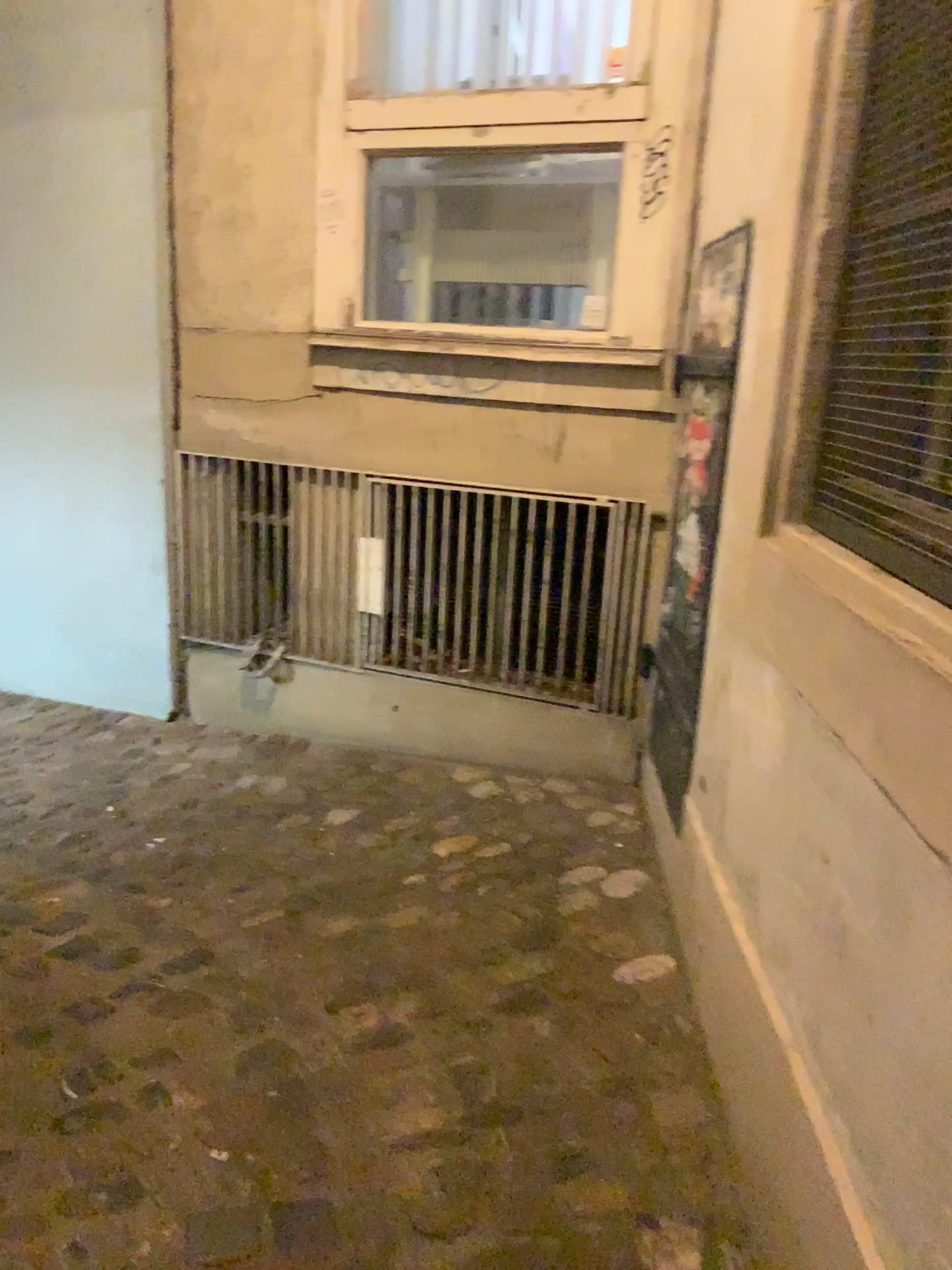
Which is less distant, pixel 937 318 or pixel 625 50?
pixel 937 318

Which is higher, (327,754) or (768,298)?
(768,298)

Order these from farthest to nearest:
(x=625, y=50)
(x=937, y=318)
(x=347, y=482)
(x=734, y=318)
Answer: (x=347, y=482) → (x=625, y=50) → (x=734, y=318) → (x=937, y=318)

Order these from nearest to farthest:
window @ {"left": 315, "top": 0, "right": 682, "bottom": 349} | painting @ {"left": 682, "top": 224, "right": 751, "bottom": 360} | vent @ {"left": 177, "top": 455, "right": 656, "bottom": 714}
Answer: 1. painting @ {"left": 682, "top": 224, "right": 751, "bottom": 360}
2. window @ {"left": 315, "top": 0, "right": 682, "bottom": 349}
3. vent @ {"left": 177, "top": 455, "right": 656, "bottom": 714}

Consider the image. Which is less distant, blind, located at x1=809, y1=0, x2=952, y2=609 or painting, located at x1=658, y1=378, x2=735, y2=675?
blind, located at x1=809, y1=0, x2=952, y2=609

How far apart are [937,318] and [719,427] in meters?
1.0

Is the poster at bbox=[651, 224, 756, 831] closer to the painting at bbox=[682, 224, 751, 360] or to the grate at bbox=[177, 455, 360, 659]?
the painting at bbox=[682, 224, 751, 360]

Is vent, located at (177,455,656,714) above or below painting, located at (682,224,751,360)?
below

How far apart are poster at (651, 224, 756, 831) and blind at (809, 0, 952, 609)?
0.6m

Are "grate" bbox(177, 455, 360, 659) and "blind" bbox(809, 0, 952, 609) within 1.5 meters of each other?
no
